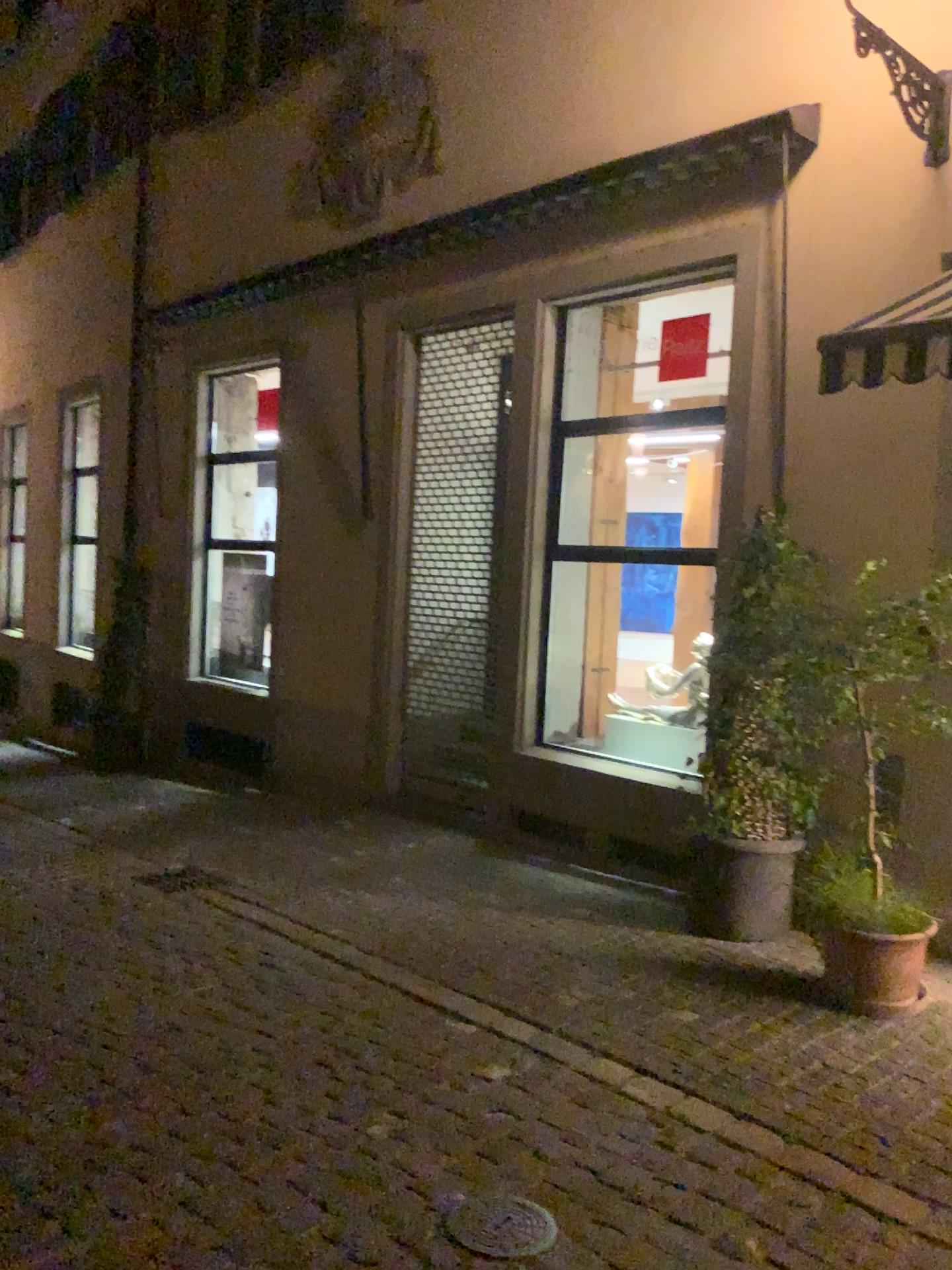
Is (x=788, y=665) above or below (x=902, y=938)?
above

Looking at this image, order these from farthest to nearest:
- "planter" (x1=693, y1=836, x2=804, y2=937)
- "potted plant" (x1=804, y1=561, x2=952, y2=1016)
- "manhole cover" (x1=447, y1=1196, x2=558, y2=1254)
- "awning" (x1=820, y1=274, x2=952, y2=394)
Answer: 1. "planter" (x1=693, y1=836, x2=804, y2=937)
2. "potted plant" (x1=804, y1=561, x2=952, y2=1016)
3. "awning" (x1=820, y1=274, x2=952, y2=394)
4. "manhole cover" (x1=447, y1=1196, x2=558, y2=1254)

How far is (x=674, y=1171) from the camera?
3.2m

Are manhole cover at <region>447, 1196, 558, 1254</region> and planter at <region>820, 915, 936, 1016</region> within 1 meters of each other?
no

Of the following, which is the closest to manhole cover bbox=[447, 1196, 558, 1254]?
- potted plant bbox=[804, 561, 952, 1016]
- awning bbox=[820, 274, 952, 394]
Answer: potted plant bbox=[804, 561, 952, 1016]

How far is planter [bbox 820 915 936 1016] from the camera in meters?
4.3 m

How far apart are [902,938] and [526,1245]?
2.2m

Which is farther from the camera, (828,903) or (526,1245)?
A: (828,903)

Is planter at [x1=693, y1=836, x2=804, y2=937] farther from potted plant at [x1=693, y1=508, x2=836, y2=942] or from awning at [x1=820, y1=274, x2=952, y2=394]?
awning at [x1=820, y1=274, x2=952, y2=394]

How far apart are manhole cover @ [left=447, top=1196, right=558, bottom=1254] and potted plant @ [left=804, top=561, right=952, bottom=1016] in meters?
1.9 m
